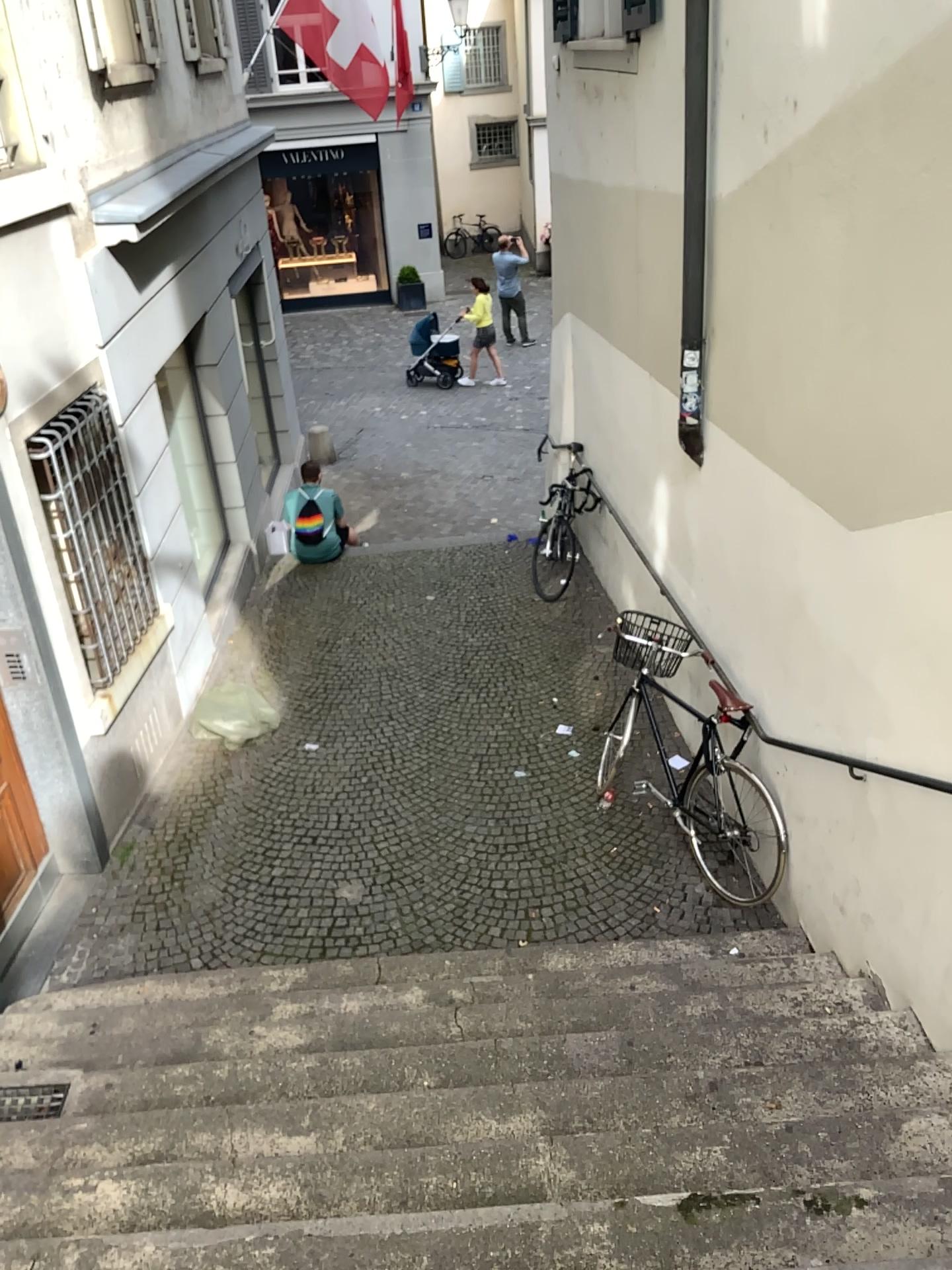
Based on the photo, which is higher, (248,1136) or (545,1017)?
(248,1136)
